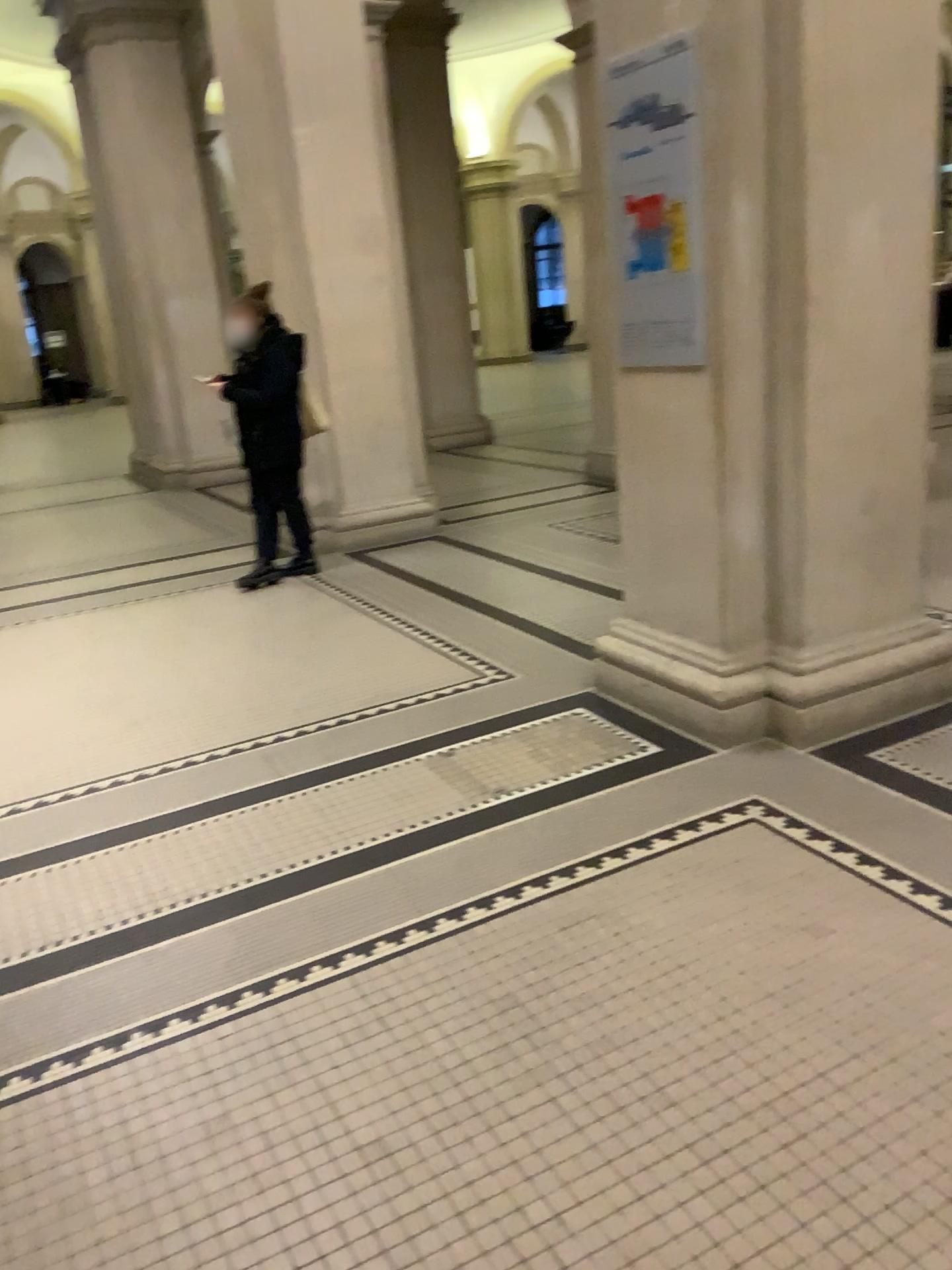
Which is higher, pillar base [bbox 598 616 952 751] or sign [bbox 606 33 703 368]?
sign [bbox 606 33 703 368]

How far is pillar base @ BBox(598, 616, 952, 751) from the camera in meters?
3.3

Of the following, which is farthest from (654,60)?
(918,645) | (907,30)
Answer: (918,645)

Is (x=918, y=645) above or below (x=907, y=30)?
below

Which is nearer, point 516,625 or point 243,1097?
point 243,1097

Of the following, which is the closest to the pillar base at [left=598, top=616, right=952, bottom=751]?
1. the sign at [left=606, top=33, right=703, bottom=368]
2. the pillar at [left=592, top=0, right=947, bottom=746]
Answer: the pillar at [left=592, top=0, right=947, bottom=746]

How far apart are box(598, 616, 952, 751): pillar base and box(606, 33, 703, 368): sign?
1.0m

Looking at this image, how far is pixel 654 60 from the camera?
3.1 meters

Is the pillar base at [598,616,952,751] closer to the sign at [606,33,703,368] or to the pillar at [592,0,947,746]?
the pillar at [592,0,947,746]

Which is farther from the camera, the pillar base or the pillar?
the pillar base
